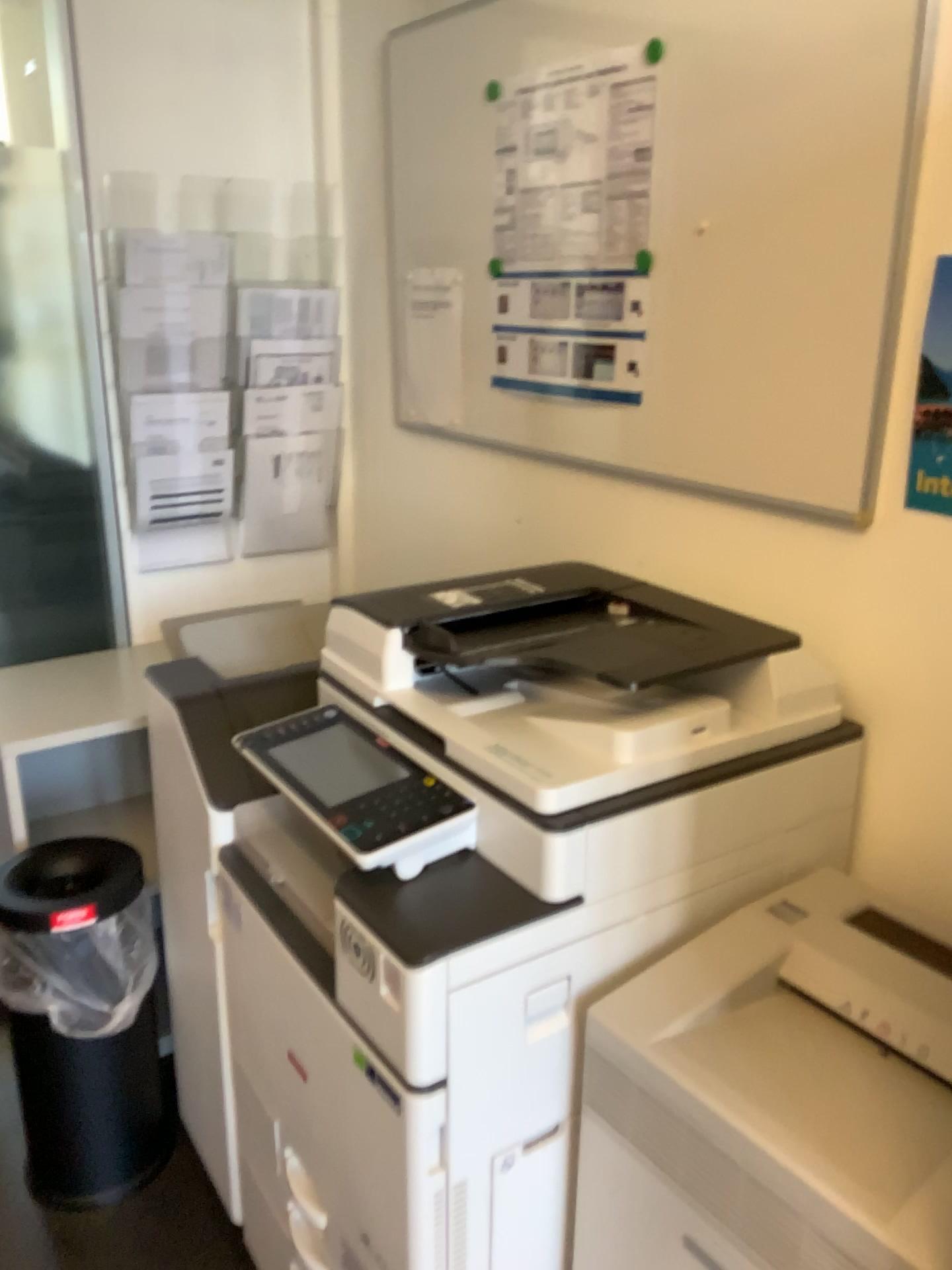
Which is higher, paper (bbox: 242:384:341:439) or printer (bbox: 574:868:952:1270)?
paper (bbox: 242:384:341:439)

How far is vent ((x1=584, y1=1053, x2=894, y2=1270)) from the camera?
0.92m

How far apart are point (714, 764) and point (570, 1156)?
0.49m

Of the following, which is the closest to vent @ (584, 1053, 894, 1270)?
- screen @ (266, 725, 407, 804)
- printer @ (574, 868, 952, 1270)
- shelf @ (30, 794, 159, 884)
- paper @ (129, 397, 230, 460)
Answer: printer @ (574, 868, 952, 1270)

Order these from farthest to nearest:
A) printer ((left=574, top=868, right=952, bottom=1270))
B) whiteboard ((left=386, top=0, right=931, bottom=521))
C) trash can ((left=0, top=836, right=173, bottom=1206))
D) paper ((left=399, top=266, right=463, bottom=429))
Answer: paper ((left=399, top=266, right=463, bottom=429)), trash can ((left=0, top=836, right=173, bottom=1206)), whiteboard ((left=386, top=0, right=931, bottom=521)), printer ((left=574, top=868, right=952, bottom=1270))

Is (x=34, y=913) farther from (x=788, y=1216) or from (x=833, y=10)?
(x=833, y=10)

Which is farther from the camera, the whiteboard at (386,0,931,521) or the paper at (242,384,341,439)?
the paper at (242,384,341,439)

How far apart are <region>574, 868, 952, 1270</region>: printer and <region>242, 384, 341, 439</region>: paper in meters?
1.5

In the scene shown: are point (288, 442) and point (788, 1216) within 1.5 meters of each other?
no

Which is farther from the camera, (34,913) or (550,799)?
(34,913)
